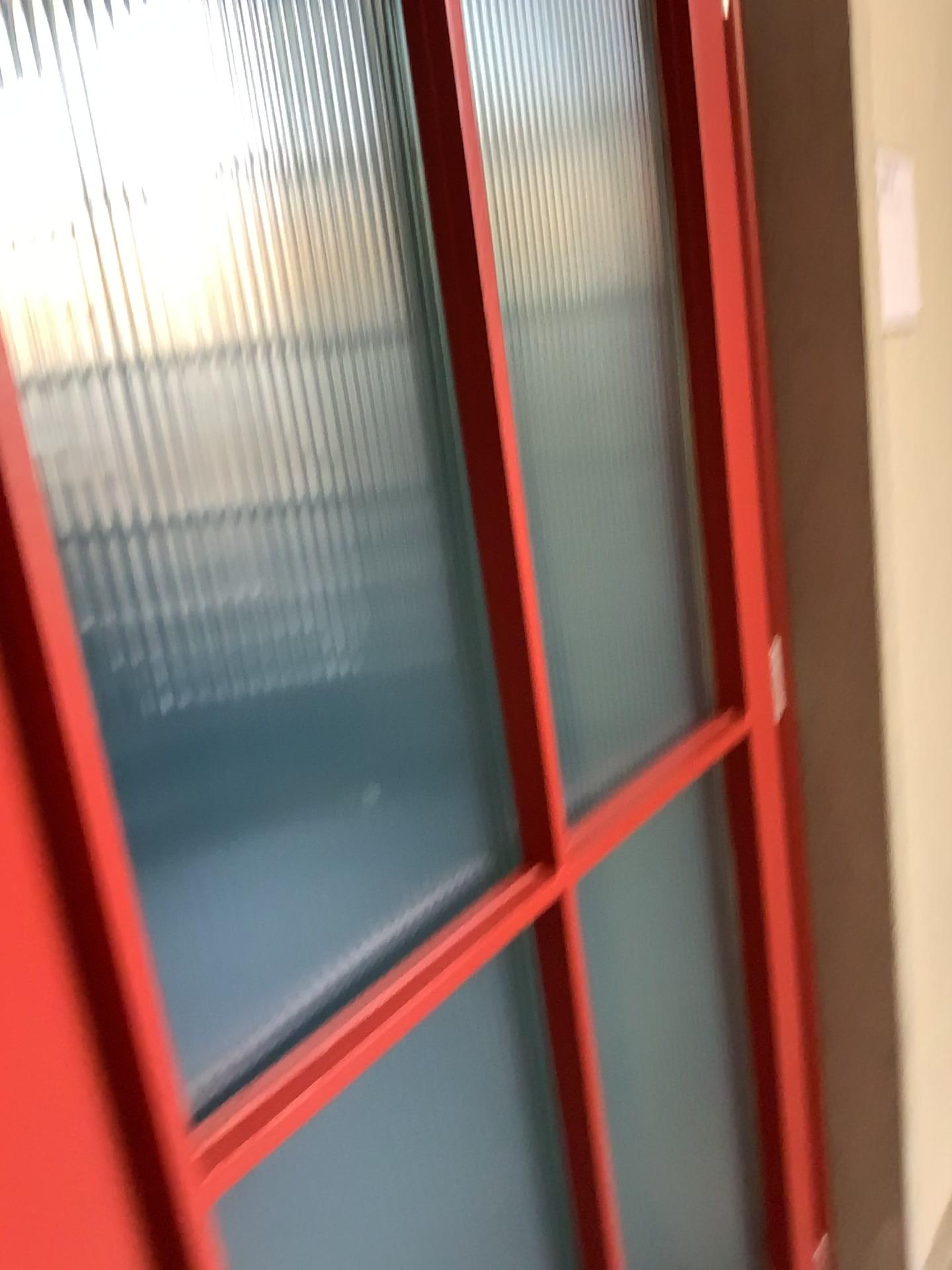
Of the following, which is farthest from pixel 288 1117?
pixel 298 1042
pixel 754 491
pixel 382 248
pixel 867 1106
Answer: pixel 867 1106

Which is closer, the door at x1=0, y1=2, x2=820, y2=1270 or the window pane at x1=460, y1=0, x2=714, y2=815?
the door at x1=0, y1=2, x2=820, y2=1270

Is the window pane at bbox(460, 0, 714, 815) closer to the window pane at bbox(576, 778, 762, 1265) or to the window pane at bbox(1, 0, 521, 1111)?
the window pane at bbox(576, 778, 762, 1265)

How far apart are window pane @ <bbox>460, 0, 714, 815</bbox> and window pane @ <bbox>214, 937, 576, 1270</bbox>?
0.30m

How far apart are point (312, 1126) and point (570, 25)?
1.2m

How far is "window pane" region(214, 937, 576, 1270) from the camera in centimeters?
70cm

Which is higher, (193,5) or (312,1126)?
(193,5)

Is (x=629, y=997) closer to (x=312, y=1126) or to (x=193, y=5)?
(x=312, y=1126)

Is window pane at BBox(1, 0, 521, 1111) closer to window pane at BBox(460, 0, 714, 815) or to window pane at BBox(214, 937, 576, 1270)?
window pane at BBox(214, 937, 576, 1270)

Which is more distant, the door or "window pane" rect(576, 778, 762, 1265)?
"window pane" rect(576, 778, 762, 1265)
